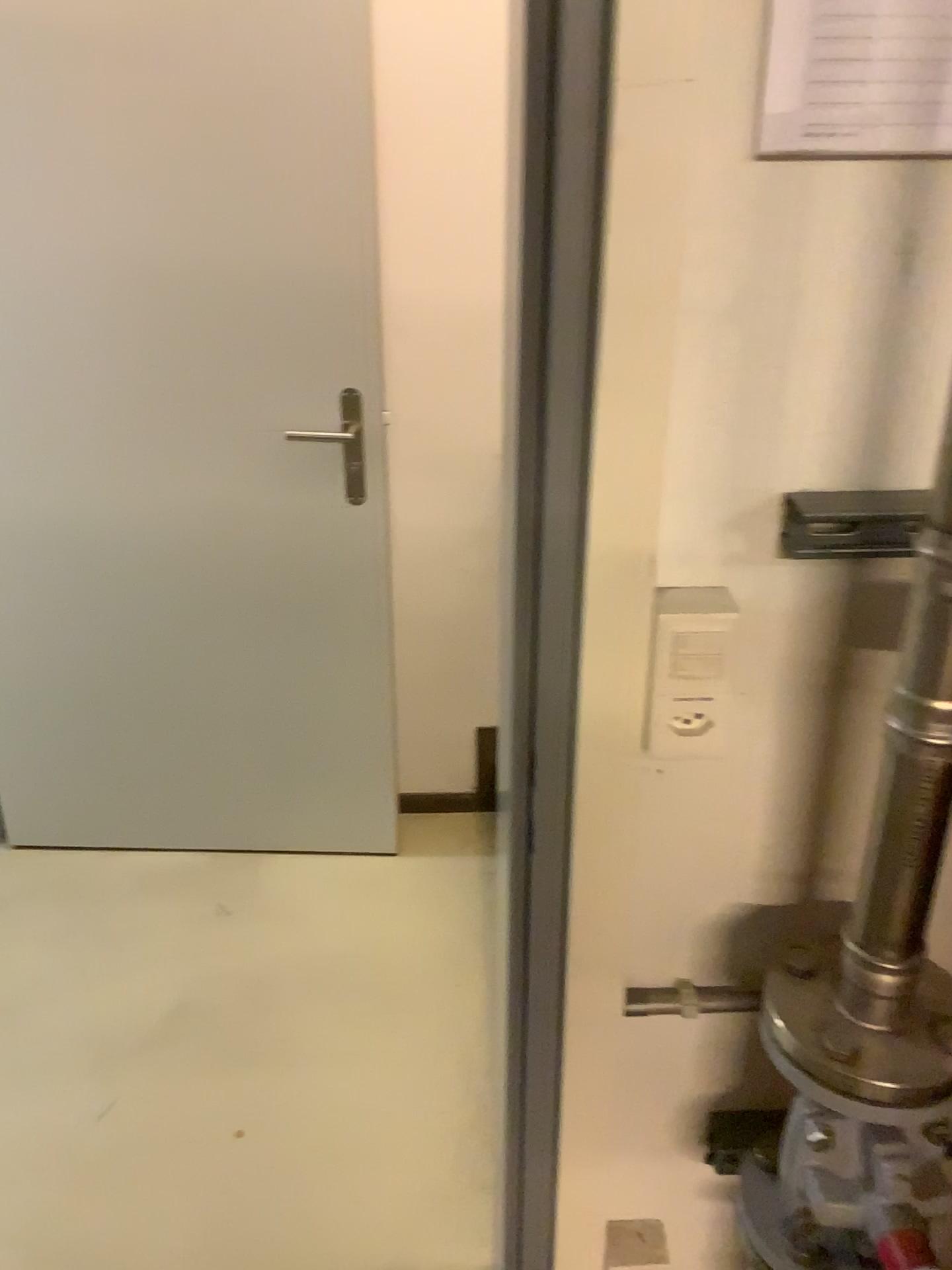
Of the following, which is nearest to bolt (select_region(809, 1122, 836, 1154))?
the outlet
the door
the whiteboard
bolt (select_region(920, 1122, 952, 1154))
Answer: bolt (select_region(920, 1122, 952, 1154))

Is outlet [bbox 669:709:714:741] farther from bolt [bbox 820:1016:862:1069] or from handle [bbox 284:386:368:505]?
handle [bbox 284:386:368:505]

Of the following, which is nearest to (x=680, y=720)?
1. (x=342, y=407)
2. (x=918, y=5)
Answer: (x=918, y=5)

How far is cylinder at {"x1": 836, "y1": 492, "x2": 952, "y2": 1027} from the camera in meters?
0.7 m

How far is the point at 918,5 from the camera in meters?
0.7

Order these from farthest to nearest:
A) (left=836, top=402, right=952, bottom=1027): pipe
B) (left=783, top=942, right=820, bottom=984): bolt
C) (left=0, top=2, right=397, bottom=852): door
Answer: (left=0, top=2, right=397, bottom=852): door, (left=783, top=942, right=820, bottom=984): bolt, (left=836, top=402, right=952, bottom=1027): pipe

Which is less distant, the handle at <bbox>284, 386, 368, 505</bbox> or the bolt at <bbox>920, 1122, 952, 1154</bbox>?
the bolt at <bbox>920, 1122, 952, 1154</bbox>

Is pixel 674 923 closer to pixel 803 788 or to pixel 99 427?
pixel 803 788

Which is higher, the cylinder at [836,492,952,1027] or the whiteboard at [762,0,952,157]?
the whiteboard at [762,0,952,157]

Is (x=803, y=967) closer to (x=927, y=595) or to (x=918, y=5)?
(x=927, y=595)
